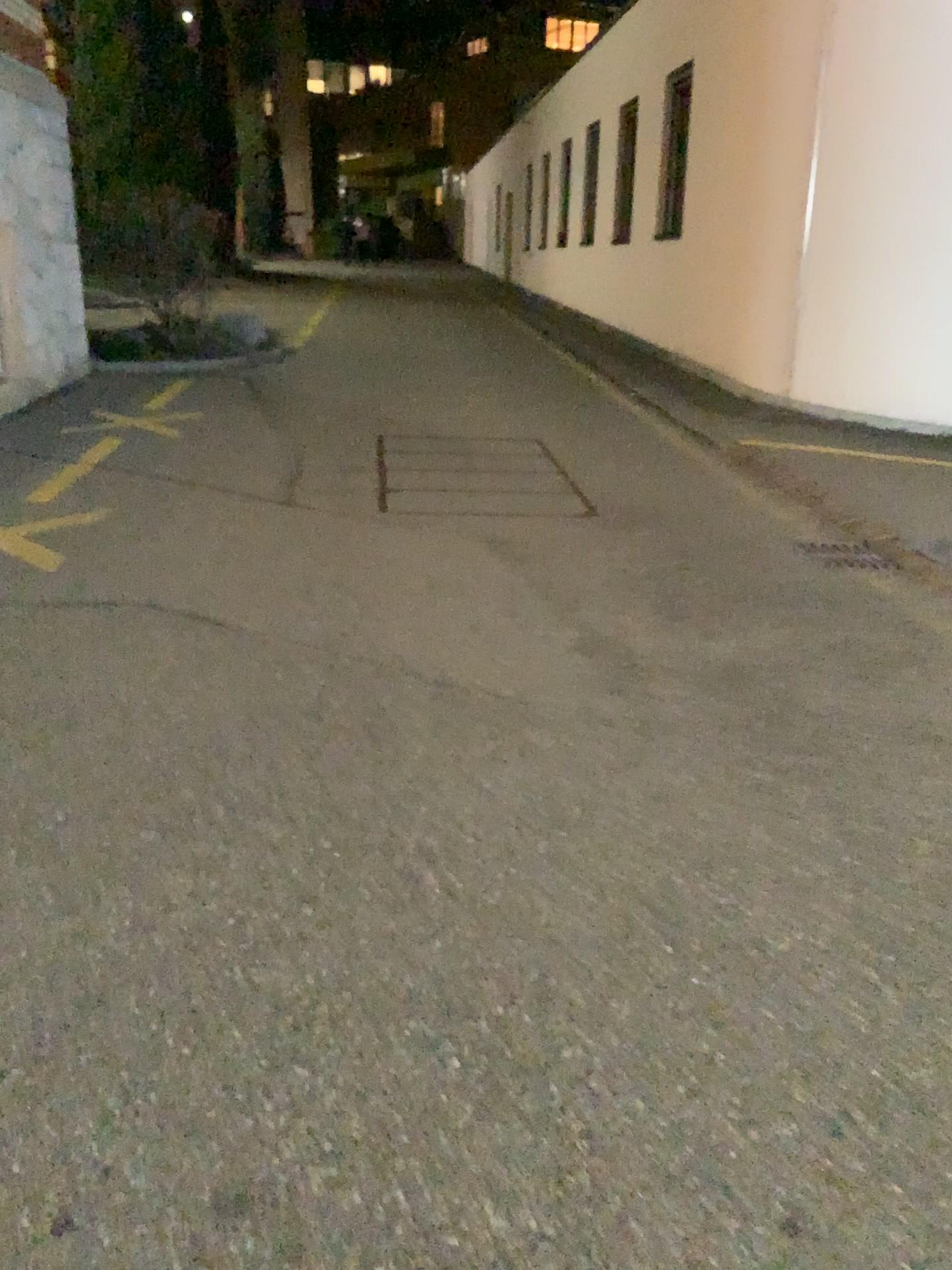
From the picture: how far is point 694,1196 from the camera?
1.67m
